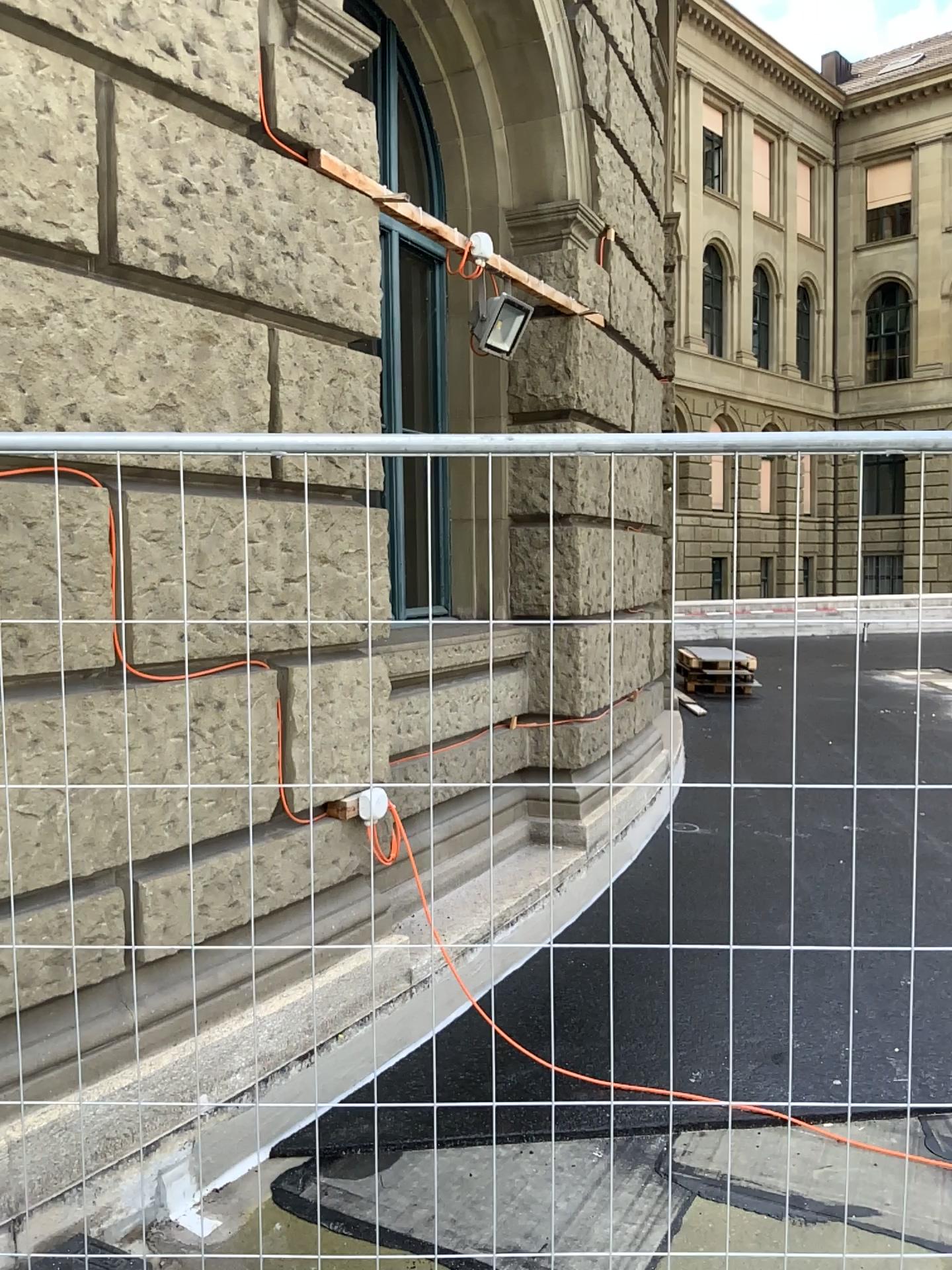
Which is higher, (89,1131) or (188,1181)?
(89,1131)
